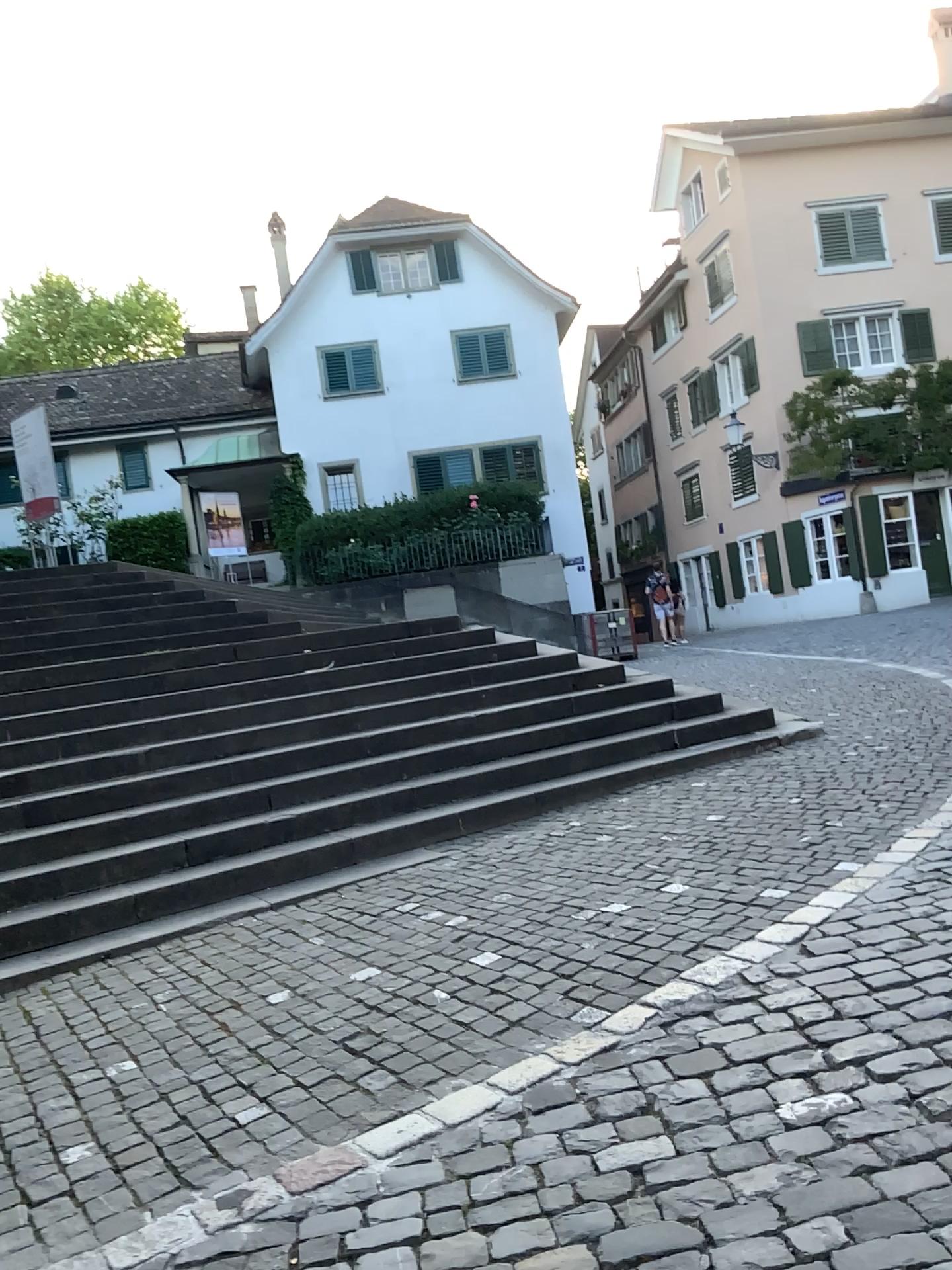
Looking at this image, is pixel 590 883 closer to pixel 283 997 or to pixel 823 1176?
pixel 283 997
